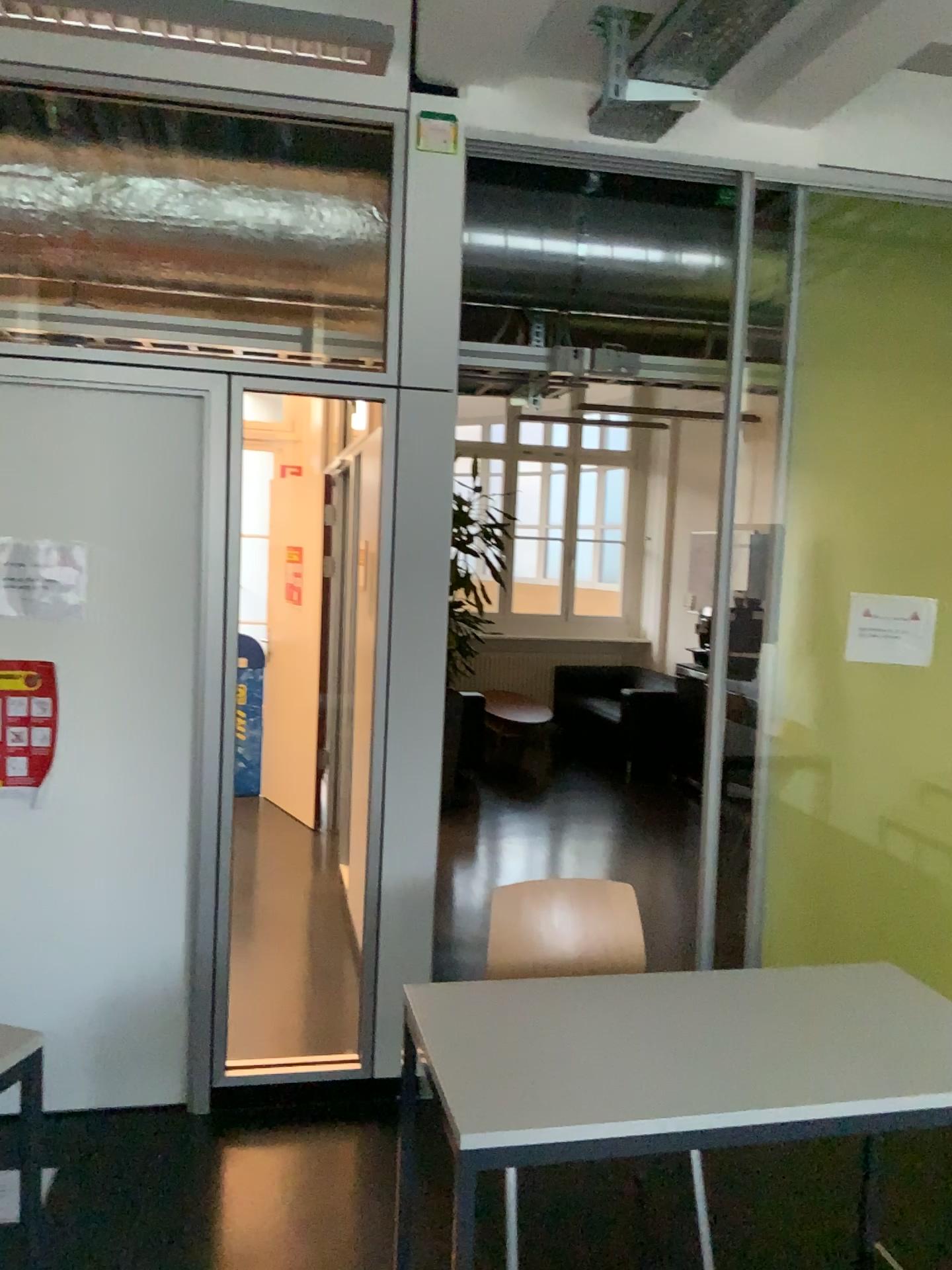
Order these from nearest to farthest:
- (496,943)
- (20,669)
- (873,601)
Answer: (496,943) → (20,669) → (873,601)

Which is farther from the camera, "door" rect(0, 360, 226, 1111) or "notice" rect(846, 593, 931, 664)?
"notice" rect(846, 593, 931, 664)

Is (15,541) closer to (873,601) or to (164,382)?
(164,382)

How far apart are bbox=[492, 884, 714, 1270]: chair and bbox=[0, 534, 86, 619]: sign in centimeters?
143cm

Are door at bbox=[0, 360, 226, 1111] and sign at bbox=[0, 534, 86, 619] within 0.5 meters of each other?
Result: yes

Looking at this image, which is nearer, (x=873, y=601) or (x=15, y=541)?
(x=15, y=541)

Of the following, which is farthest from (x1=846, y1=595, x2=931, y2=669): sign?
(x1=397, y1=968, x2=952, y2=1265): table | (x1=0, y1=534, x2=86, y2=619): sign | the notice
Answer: (x1=0, y1=534, x2=86, y2=619): sign

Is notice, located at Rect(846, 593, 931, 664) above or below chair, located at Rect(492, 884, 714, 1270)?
above

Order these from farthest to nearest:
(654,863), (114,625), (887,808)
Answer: (654,863), (887,808), (114,625)

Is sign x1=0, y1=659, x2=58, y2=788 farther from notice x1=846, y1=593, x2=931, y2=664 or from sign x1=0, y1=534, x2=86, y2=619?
notice x1=846, y1=593, x2=931, y2=664
